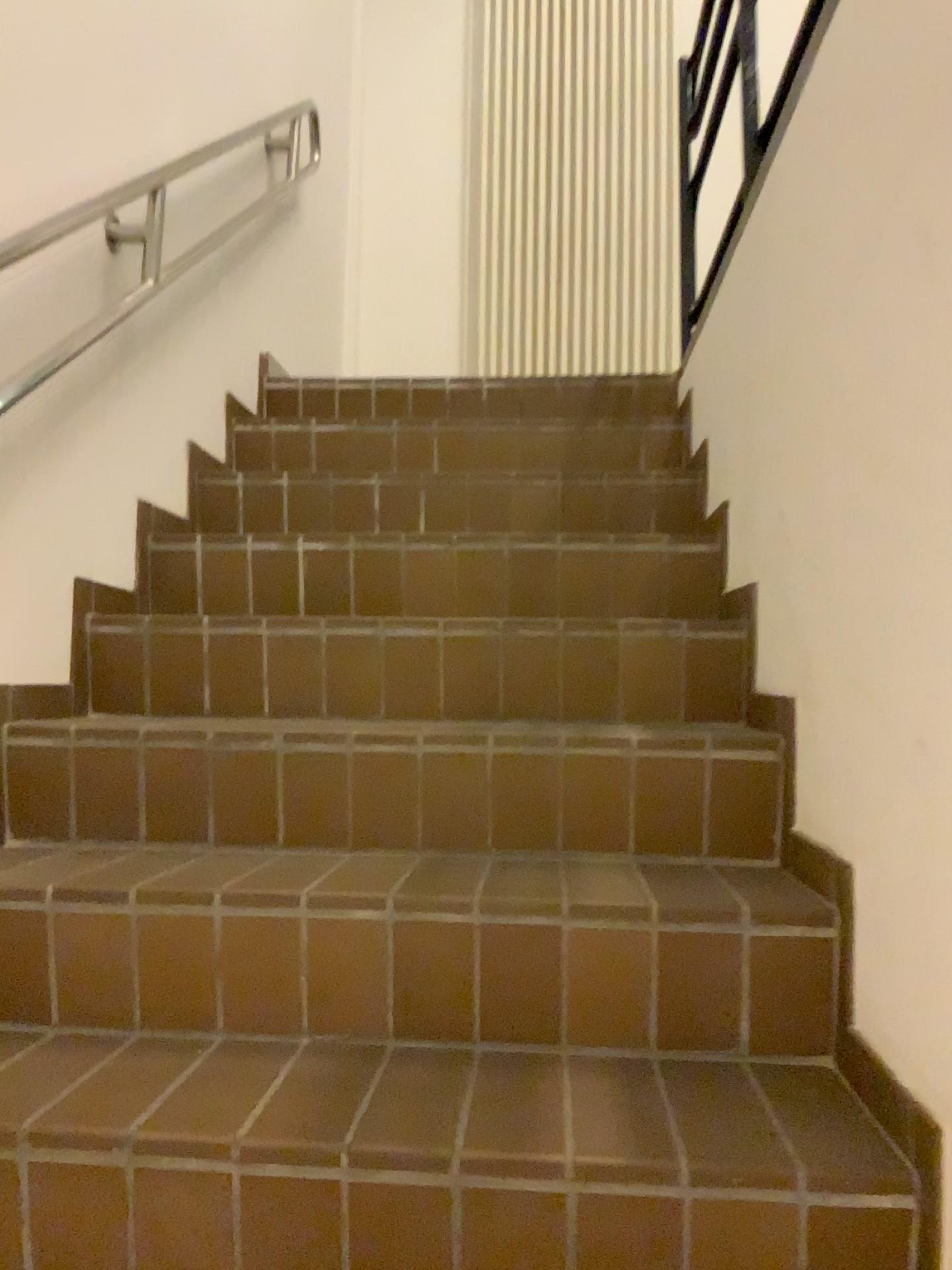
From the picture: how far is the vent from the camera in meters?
4.0 m

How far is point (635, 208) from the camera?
4.0m

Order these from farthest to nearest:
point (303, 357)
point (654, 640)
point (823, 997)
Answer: point (303, 357), point (654, 640), point (823, 997)
